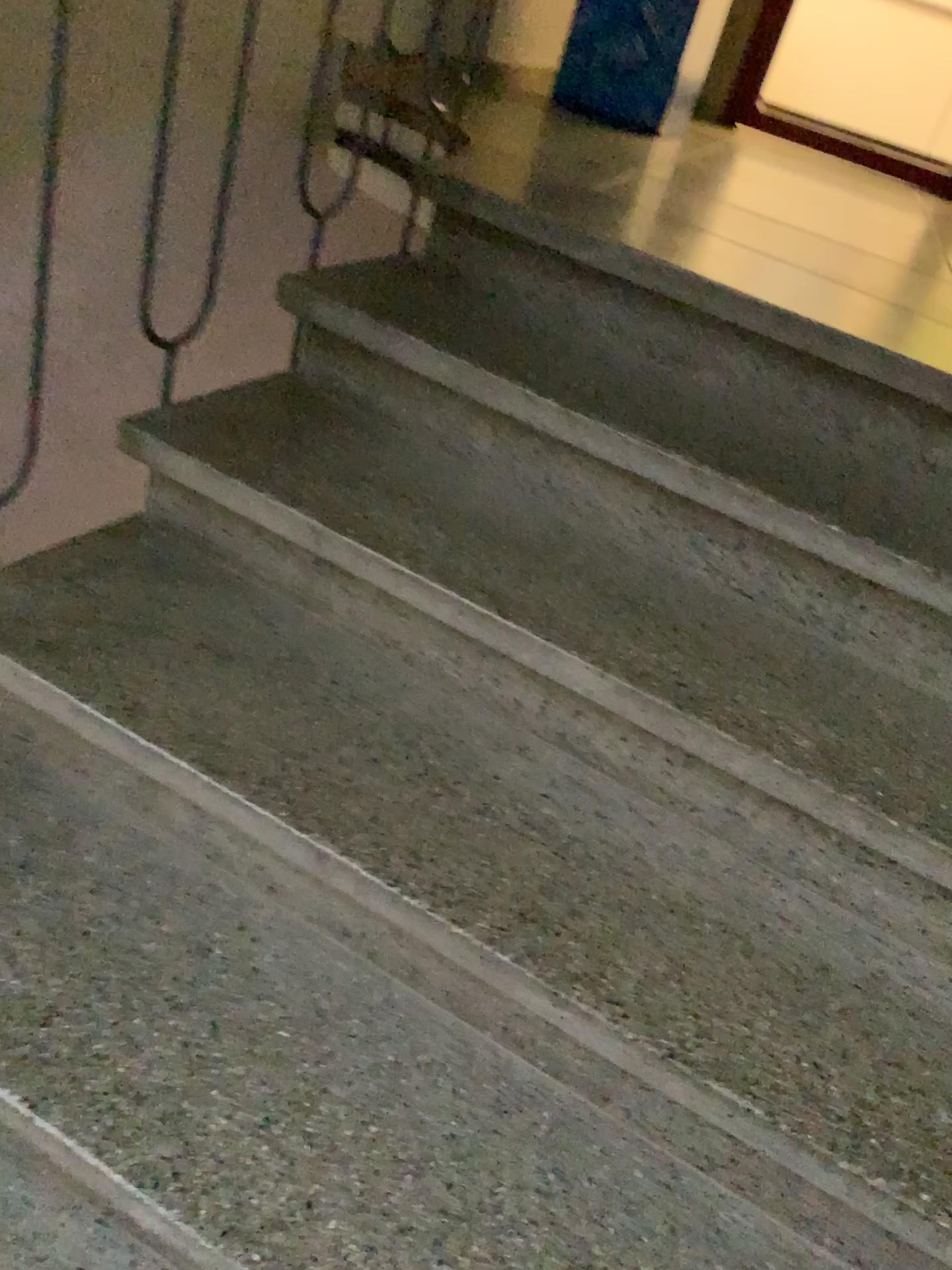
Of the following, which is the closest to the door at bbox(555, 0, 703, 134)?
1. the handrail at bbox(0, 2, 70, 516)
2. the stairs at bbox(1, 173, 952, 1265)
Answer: the stairs at bbox(1, 173, 952, 1265)

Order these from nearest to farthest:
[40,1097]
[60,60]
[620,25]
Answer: [40,1097] < [60,60] < [620,25]

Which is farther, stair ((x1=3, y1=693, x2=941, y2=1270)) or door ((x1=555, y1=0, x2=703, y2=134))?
door ((x1=555, y1=0, x2=703, y2=134))

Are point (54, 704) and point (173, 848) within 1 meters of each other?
yes

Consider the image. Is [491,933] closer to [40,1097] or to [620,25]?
[40,1097]

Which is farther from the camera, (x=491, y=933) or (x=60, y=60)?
(x=60, y=60)

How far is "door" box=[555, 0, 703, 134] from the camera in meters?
3.1

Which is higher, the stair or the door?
the door

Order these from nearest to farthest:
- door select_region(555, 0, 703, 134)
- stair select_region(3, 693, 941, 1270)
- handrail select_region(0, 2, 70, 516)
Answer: stair select_region(3, 693, 941, 1270) < handrail select_region(0, 2, 70, 516) < door select_region(555, 0, 703, 134)

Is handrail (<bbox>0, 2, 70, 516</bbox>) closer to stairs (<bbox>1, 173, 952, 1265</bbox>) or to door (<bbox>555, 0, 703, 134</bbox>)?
stairs (<bbox>1, 173, 952, 1265</bbox>)
